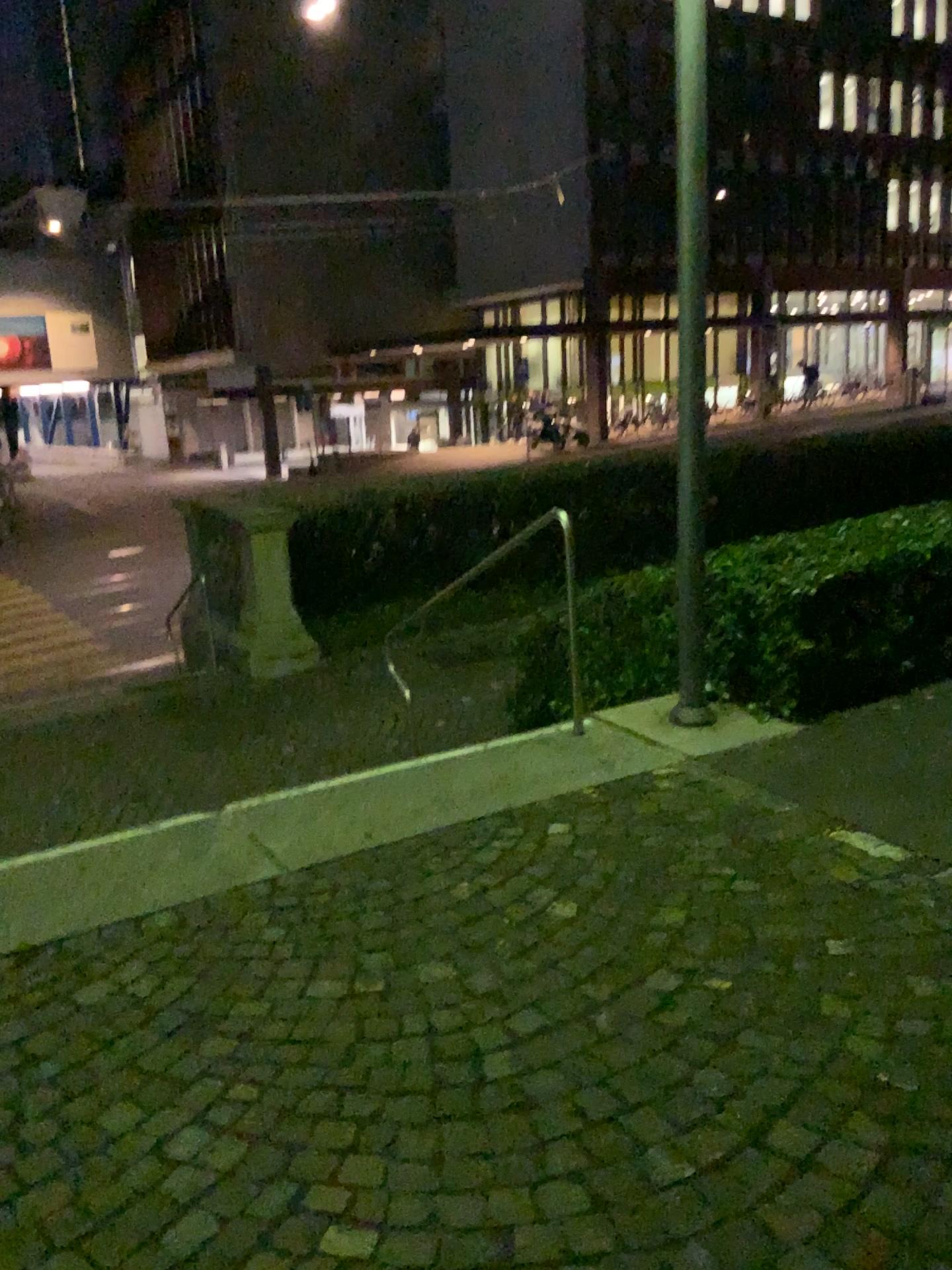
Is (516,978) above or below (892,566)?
below
